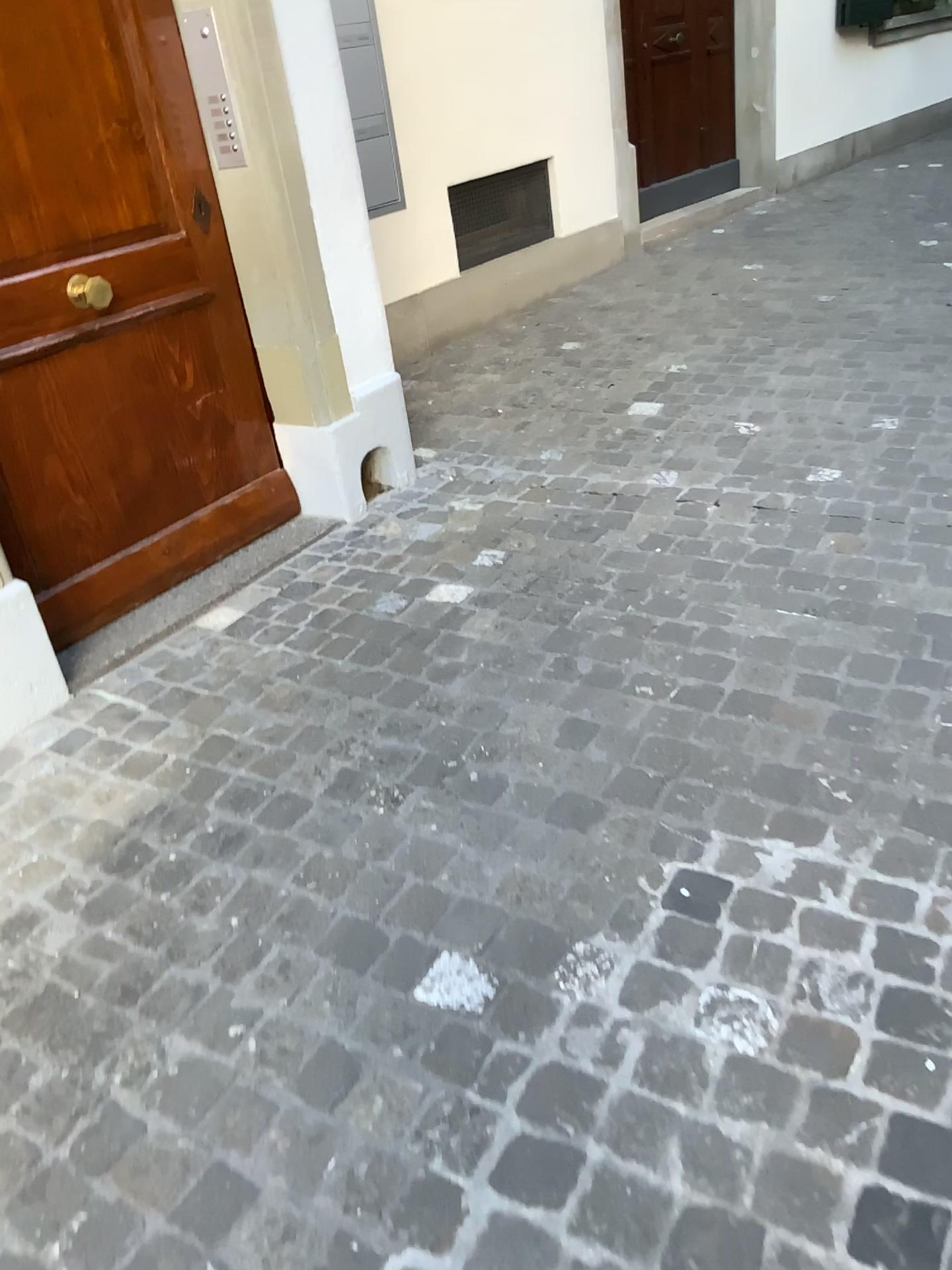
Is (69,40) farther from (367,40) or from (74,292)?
(367,40)

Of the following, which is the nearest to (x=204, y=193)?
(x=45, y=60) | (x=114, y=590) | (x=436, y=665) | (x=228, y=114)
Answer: (x=228, y=114)

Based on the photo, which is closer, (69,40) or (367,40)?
(69,40)

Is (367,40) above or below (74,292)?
above

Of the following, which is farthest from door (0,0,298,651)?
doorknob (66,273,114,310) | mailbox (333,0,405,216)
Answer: mailbox (333,0,405,216)

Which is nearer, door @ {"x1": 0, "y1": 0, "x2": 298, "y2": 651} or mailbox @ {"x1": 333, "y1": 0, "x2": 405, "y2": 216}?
door @ {"x1": 0, "y1": 0, "x2": 298, "y2": 651}

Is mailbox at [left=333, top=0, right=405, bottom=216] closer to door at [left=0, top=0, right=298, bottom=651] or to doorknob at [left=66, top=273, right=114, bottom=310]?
door at [left=0, top=0, right=298, bottom=651]

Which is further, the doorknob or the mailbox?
the mailbox
